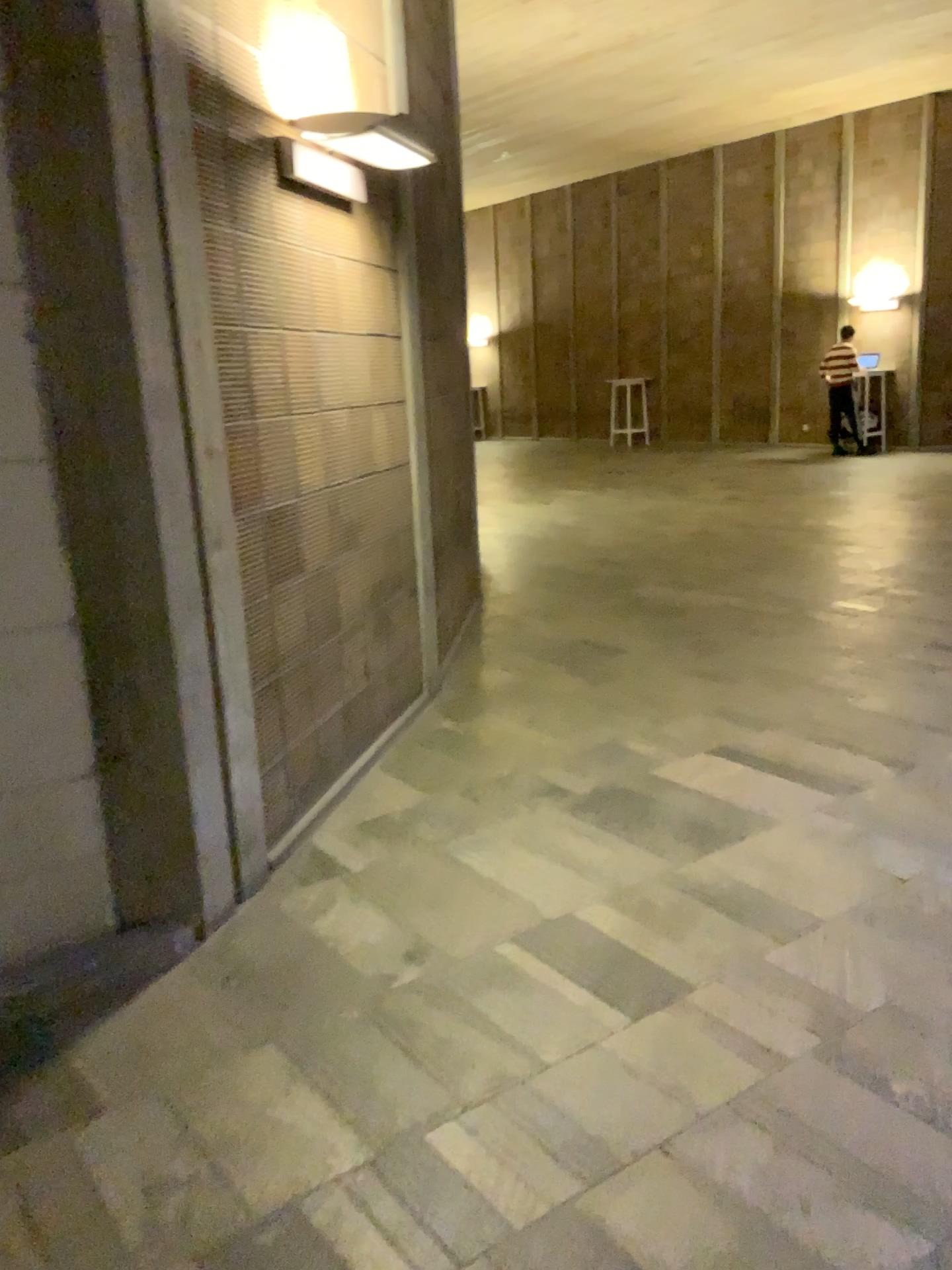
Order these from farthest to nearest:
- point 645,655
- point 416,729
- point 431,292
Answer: point 645,655
point 431,292
point 416,729
